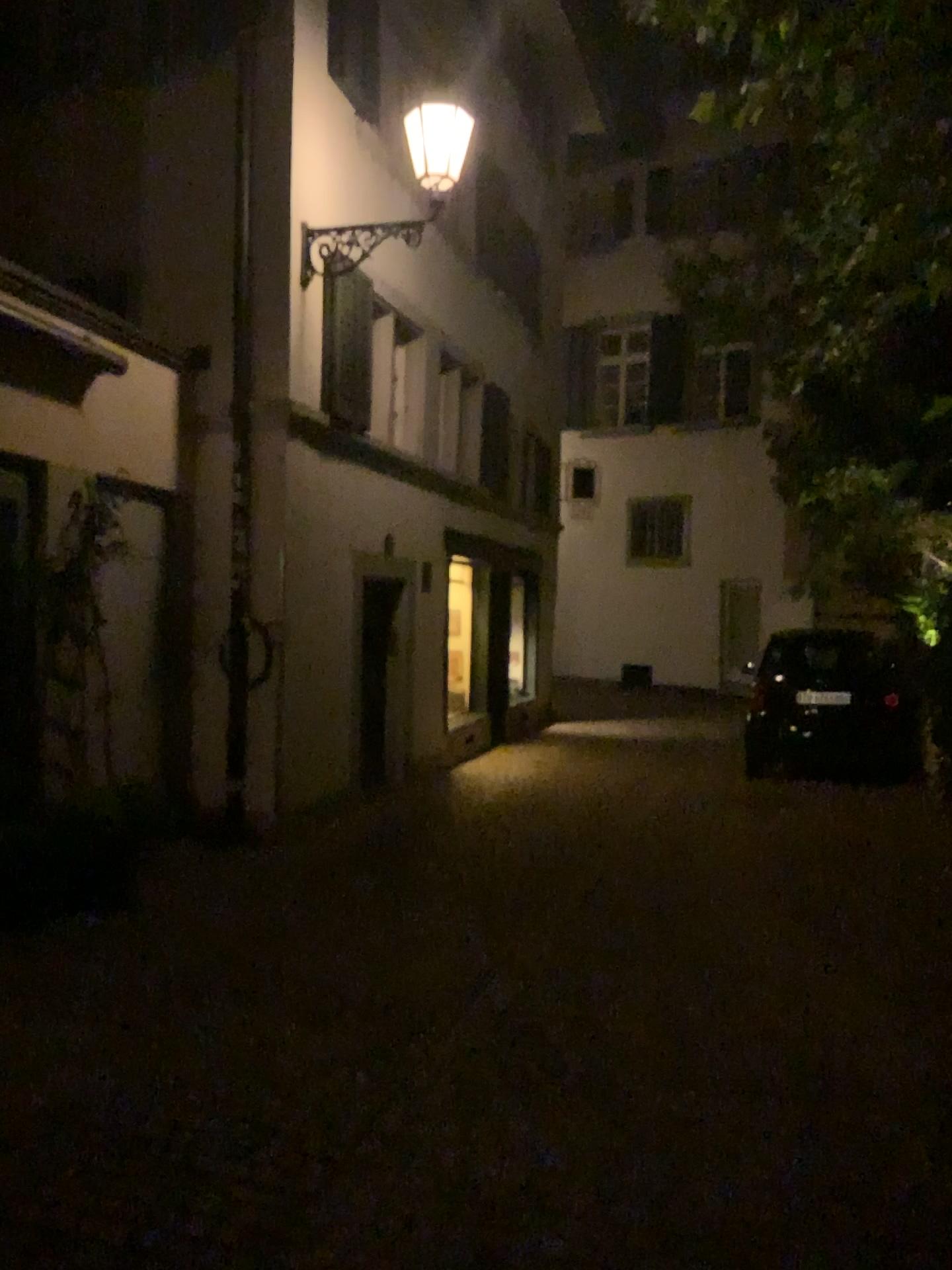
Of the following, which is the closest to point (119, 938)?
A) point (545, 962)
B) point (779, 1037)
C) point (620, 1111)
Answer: point (545, 962)
